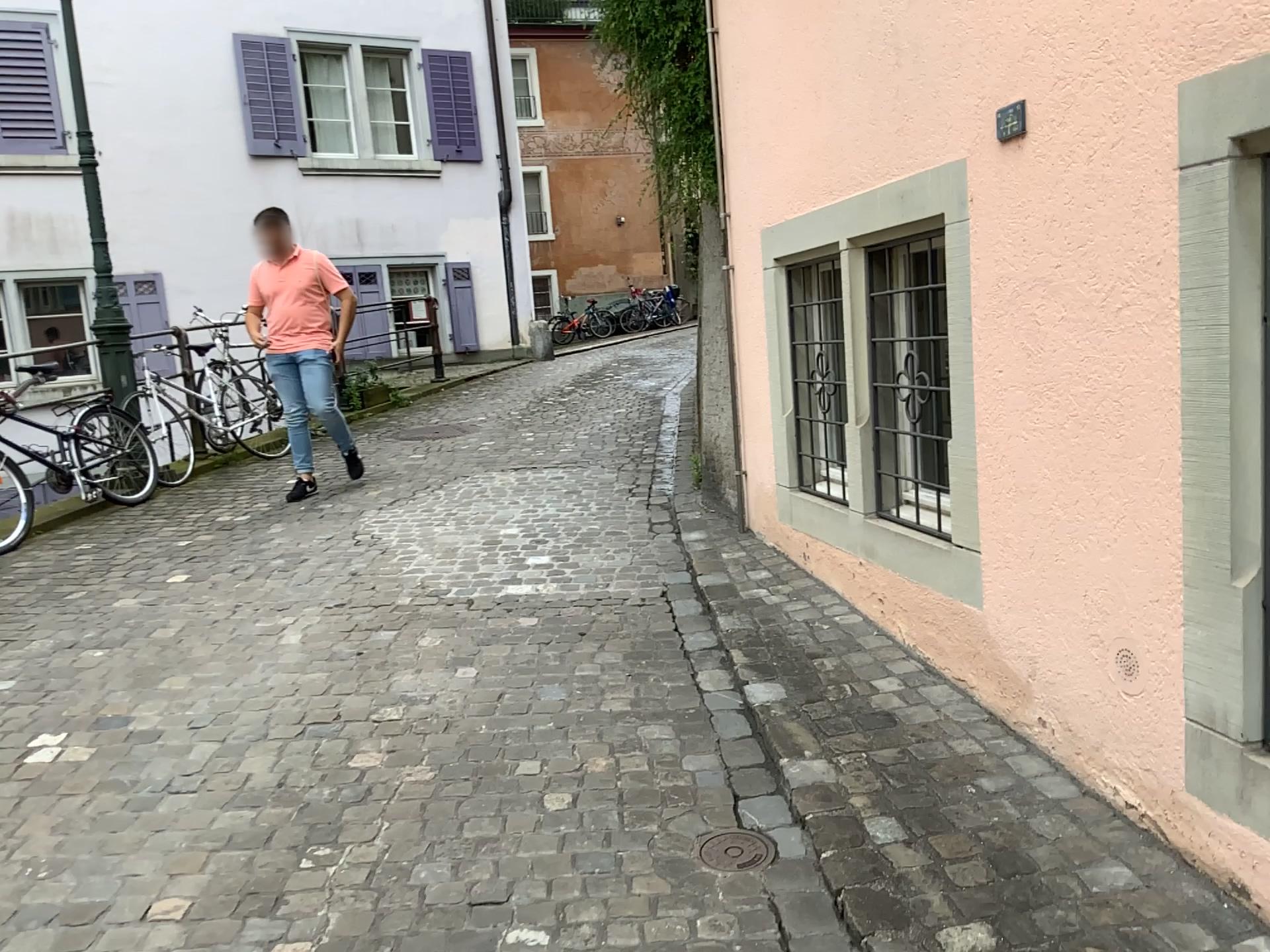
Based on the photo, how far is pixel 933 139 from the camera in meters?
2.8 m

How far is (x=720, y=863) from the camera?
2.4m

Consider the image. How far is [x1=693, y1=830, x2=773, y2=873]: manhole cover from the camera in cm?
240
